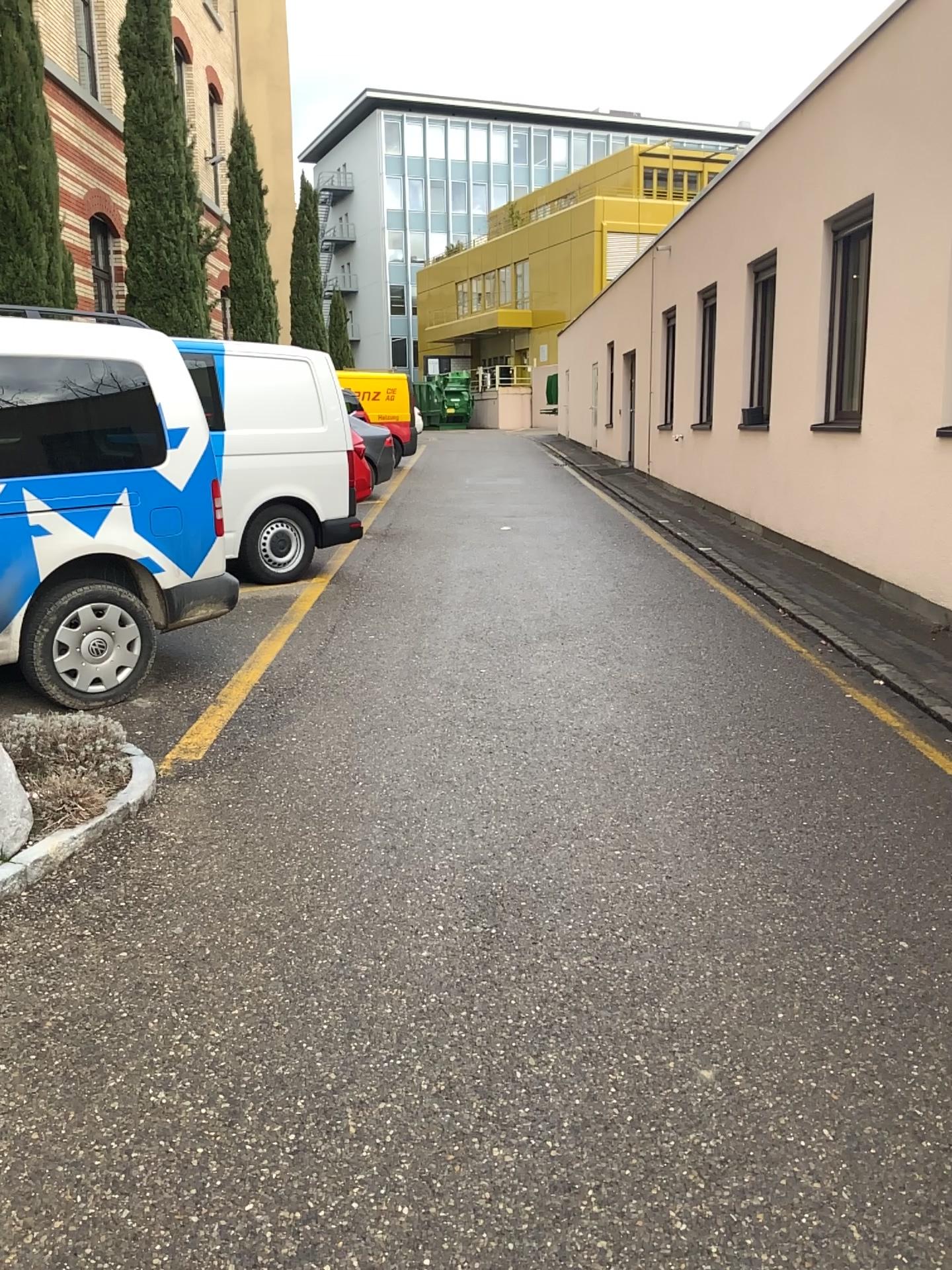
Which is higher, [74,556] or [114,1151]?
[74,556]
